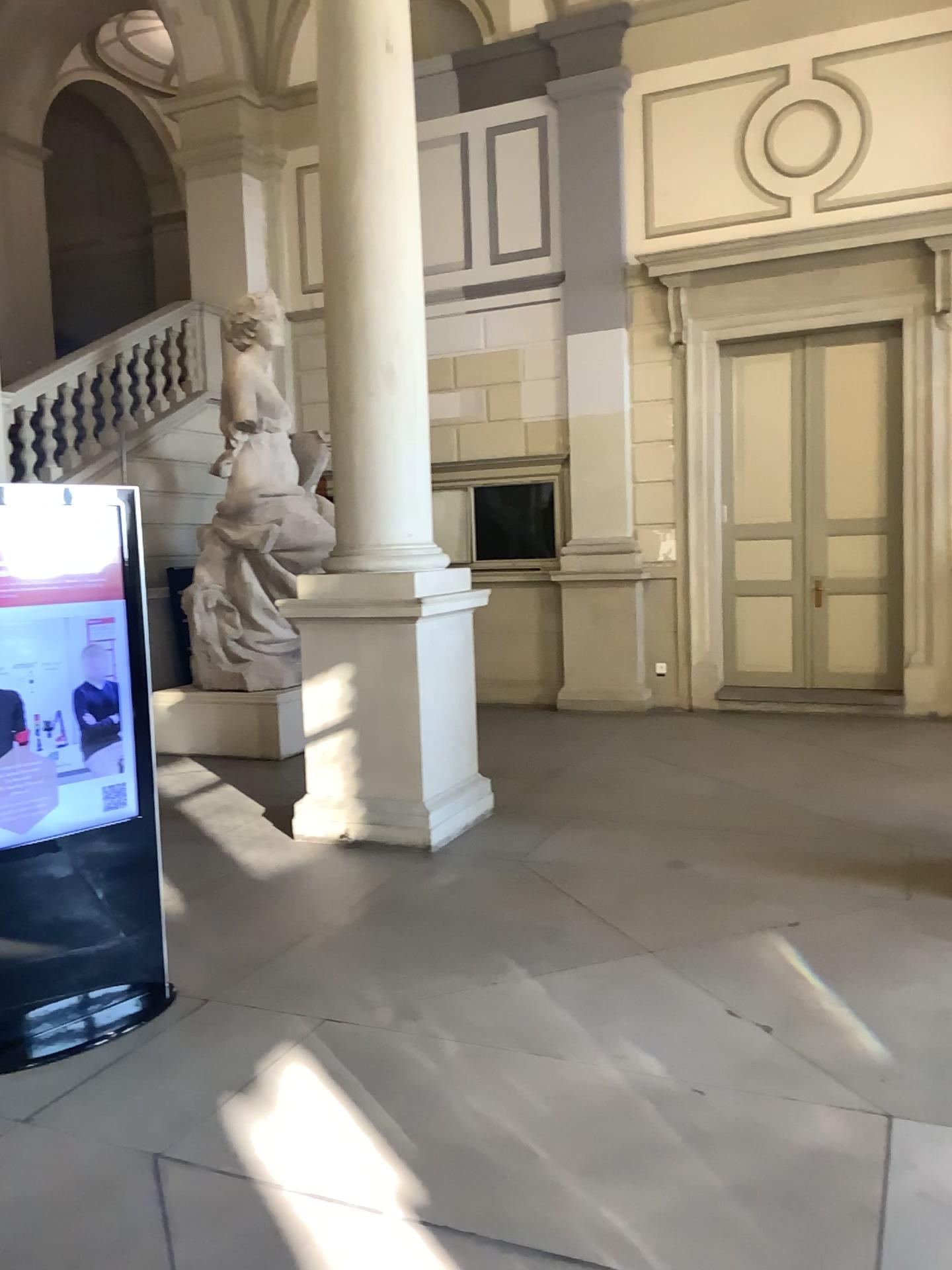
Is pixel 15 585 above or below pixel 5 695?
above

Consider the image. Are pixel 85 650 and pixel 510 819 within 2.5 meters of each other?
no

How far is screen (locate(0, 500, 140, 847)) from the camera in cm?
346

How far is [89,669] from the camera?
3.6 meters

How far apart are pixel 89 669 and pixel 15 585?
0.4m

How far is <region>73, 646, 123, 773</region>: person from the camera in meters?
3.6 m
